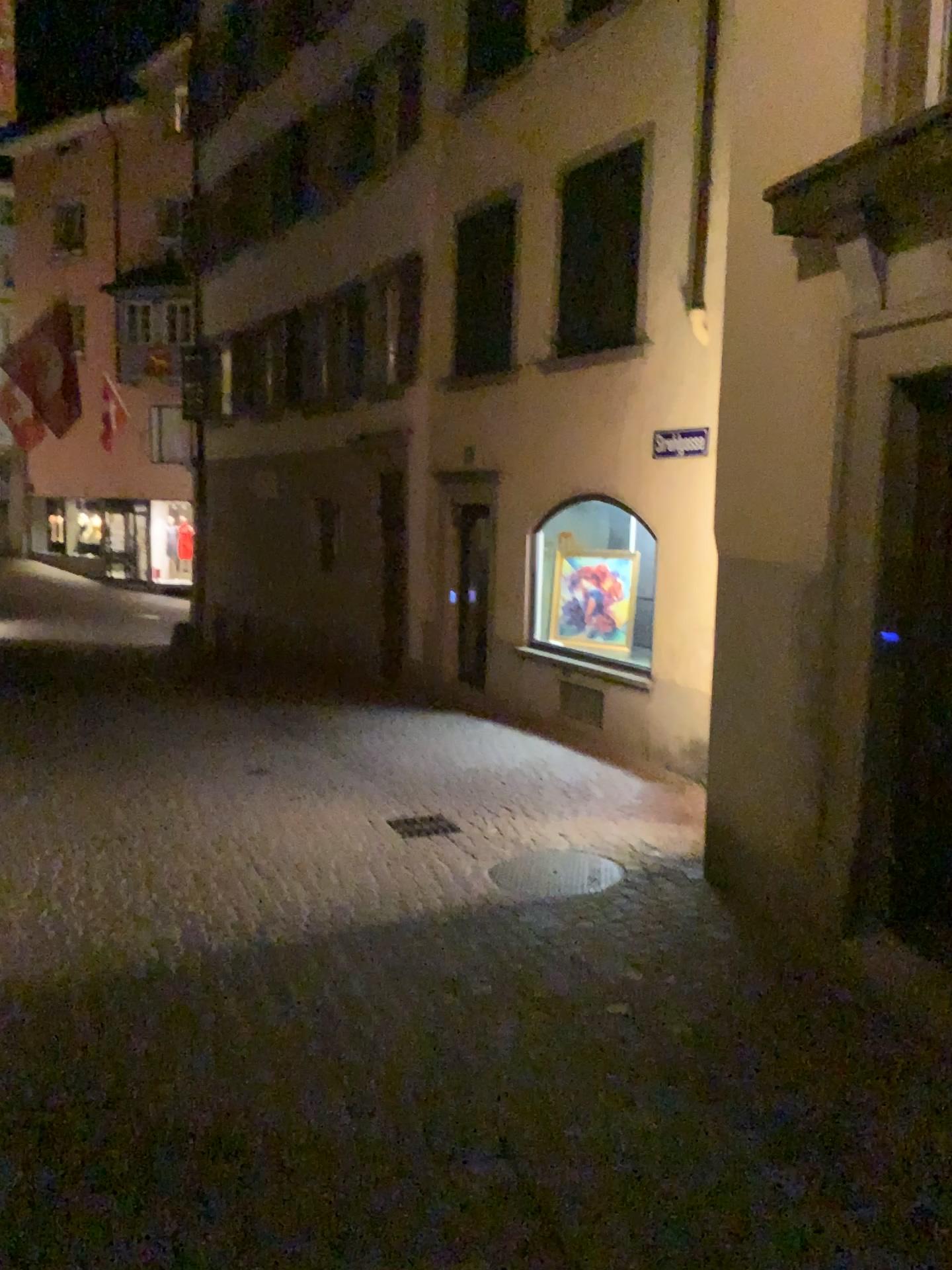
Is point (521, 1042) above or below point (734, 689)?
below
